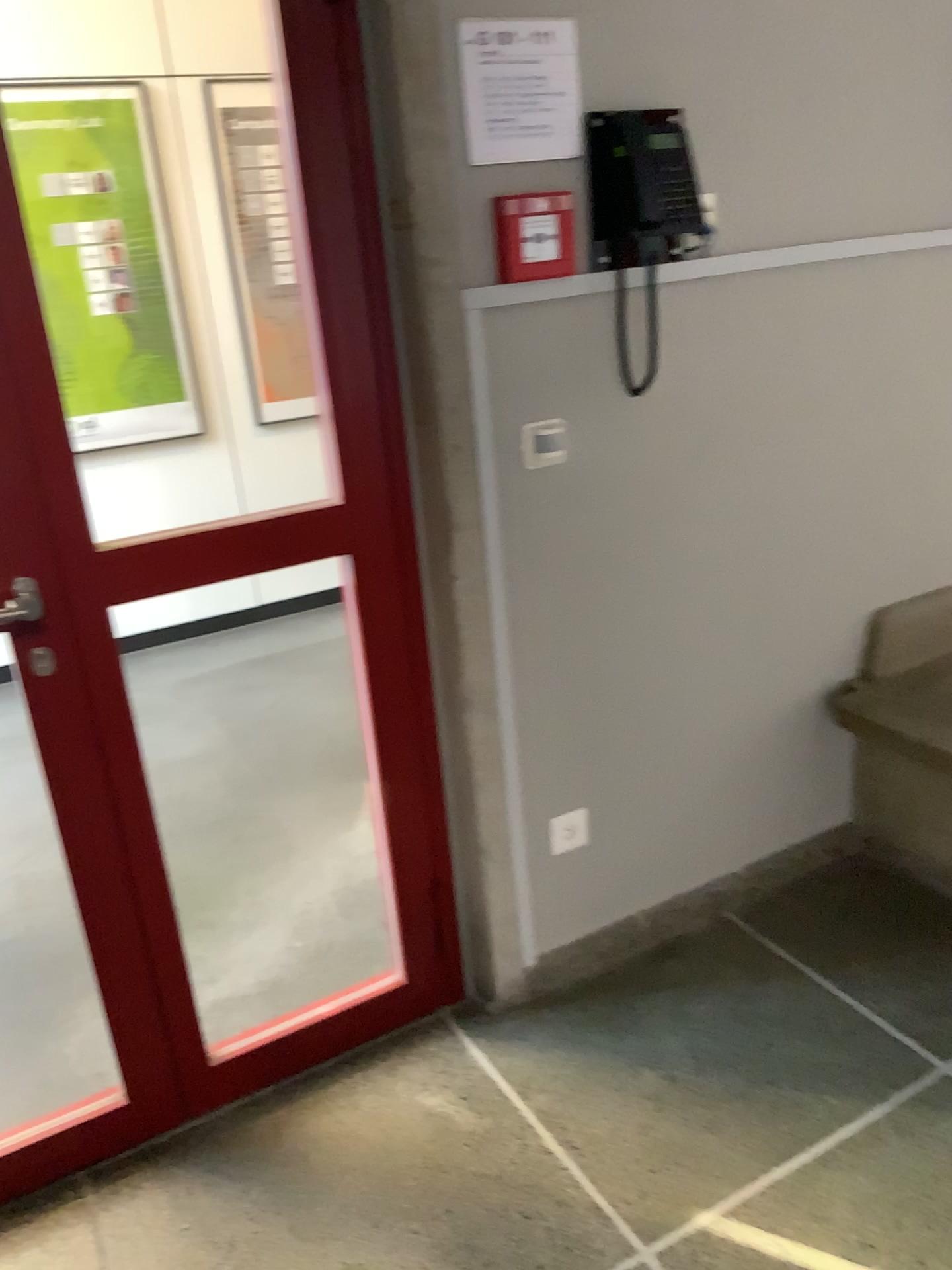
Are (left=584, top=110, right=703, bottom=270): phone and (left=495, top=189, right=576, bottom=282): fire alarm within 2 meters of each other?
yes

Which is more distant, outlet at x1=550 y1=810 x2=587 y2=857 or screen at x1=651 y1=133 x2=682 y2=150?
outlet at x1=550 y1=810 x2=587 y2=857

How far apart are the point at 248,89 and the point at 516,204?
2.9m

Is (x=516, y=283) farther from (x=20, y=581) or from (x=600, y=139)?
(x=20, y=581)

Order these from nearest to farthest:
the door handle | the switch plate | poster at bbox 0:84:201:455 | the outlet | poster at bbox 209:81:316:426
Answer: the door handle, the switch plate, the outlet, poster at bbox 0:84:201:455, poster at bbox 209:81:316:426

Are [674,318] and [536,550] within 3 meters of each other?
yes

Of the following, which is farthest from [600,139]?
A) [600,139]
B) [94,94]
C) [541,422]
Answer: [94,94]

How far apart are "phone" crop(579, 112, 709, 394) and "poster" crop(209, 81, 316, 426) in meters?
2.8 m

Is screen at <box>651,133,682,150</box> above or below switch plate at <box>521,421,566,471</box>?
above

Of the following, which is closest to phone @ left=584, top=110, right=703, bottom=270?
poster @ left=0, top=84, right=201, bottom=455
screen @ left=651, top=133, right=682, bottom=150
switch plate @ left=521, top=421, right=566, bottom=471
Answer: screen @ left=651, top=133, right=682, bottom=150
